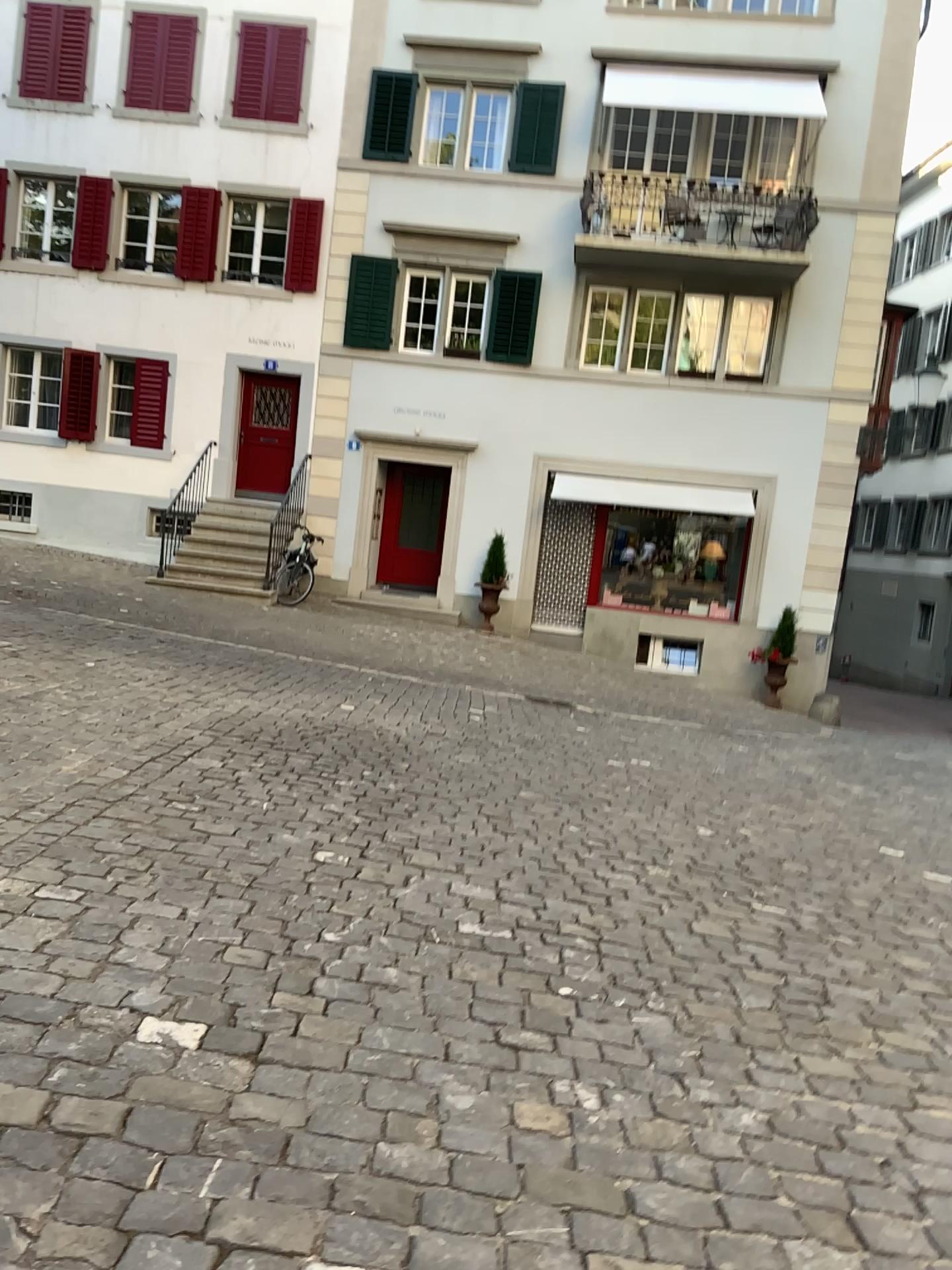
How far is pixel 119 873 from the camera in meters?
3.6
